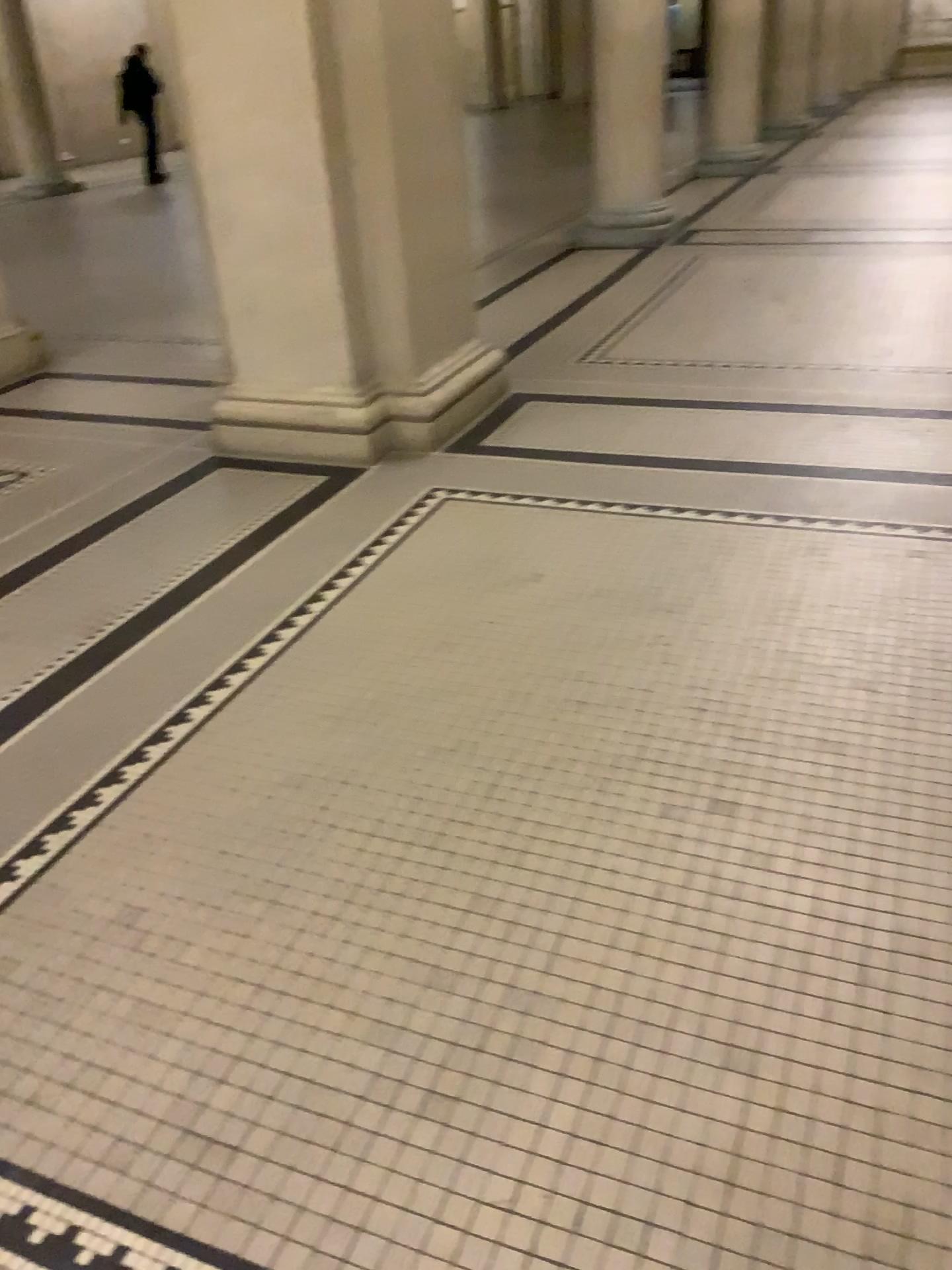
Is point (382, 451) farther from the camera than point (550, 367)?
No

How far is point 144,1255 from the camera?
1.4m

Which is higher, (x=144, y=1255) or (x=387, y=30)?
(x=387, y=30)

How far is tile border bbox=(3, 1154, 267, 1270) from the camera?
1.35m

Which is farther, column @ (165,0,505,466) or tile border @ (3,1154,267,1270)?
column @ (165,0,505,466)

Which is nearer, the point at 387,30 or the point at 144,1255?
the point at 144,1255
